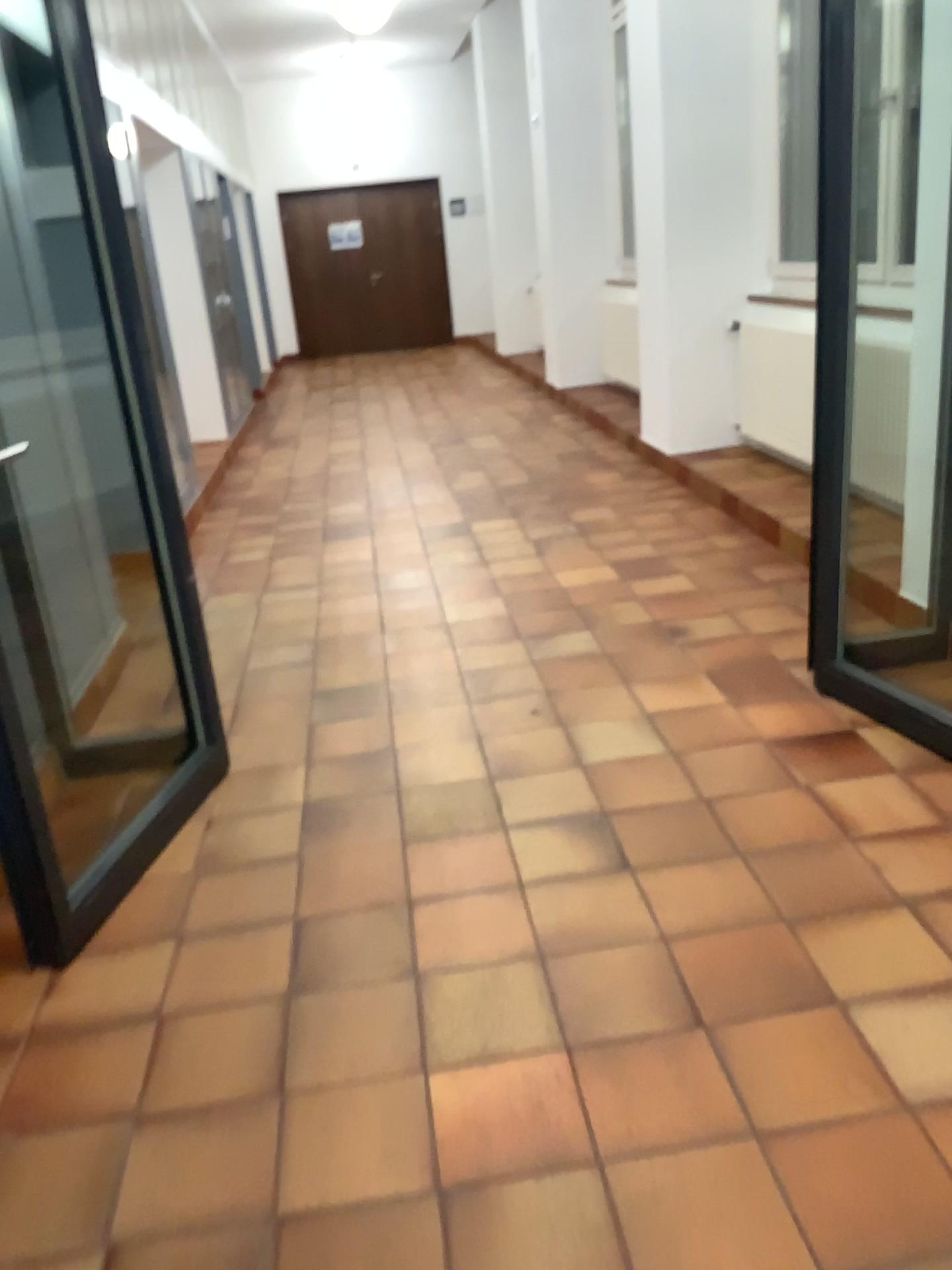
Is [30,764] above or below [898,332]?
below

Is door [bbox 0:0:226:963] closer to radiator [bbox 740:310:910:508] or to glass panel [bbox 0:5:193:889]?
glass panel [bbox 0:5:193:889]

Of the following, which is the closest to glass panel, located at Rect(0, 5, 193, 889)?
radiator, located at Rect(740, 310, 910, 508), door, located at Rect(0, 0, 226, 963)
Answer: door, located at Rect(0, 0, 226, 963)

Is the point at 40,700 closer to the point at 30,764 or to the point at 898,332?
the point at 30,764

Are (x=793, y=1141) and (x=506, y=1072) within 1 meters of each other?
yes

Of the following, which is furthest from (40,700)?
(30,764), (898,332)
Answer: (898,332)

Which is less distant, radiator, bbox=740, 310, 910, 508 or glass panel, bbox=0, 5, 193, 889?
glass panel, bbox=0, 5, 193, 889

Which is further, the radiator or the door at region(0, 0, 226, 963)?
the radiator
